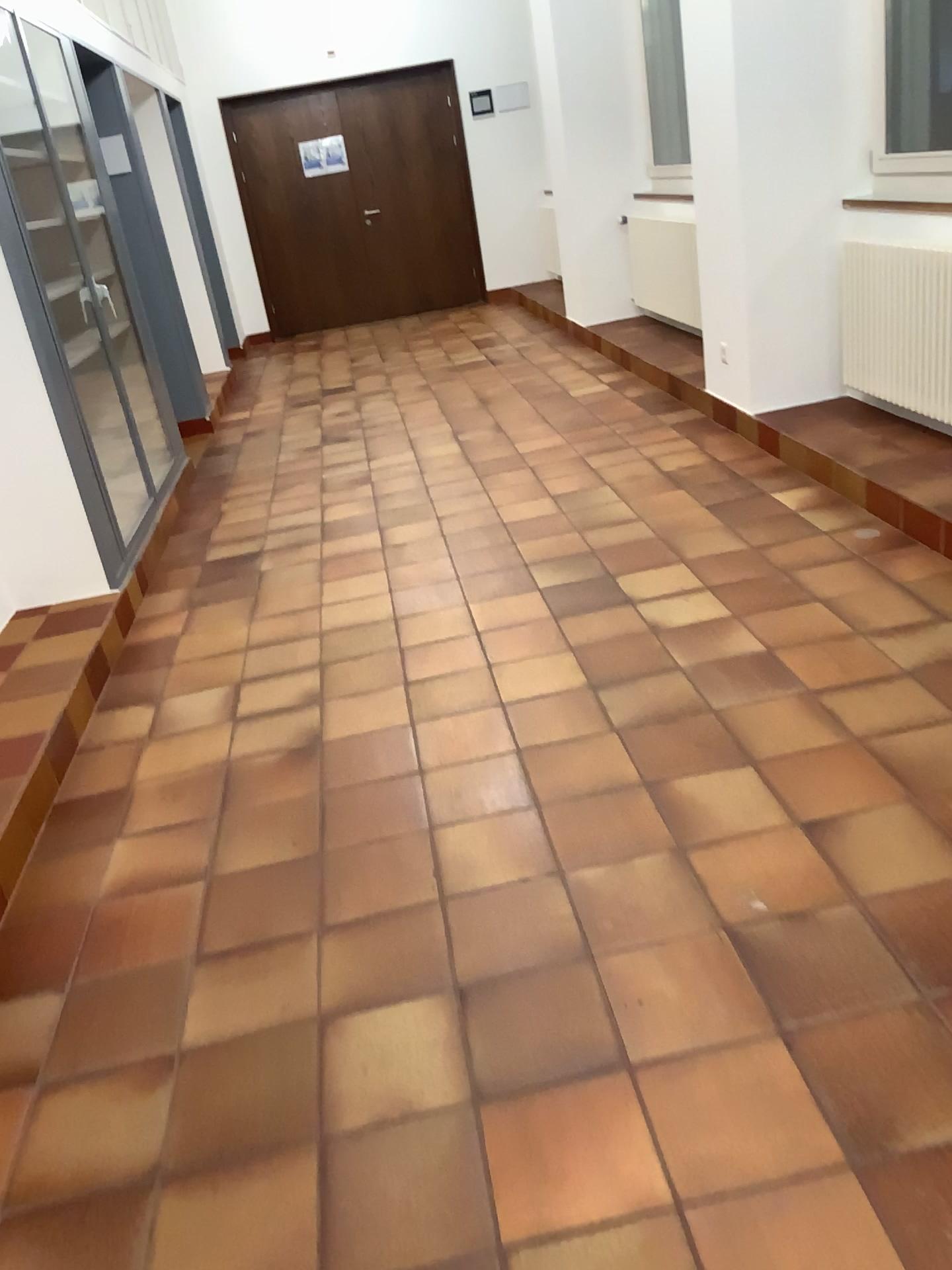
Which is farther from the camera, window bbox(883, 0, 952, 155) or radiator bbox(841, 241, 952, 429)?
window bbox(883, 0, 952, 155)

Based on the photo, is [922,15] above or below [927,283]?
above

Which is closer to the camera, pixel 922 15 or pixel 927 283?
pixel 927 283

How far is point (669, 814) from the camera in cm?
227

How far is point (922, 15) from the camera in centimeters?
421cm

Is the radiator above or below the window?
below

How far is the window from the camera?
4.2 meters
